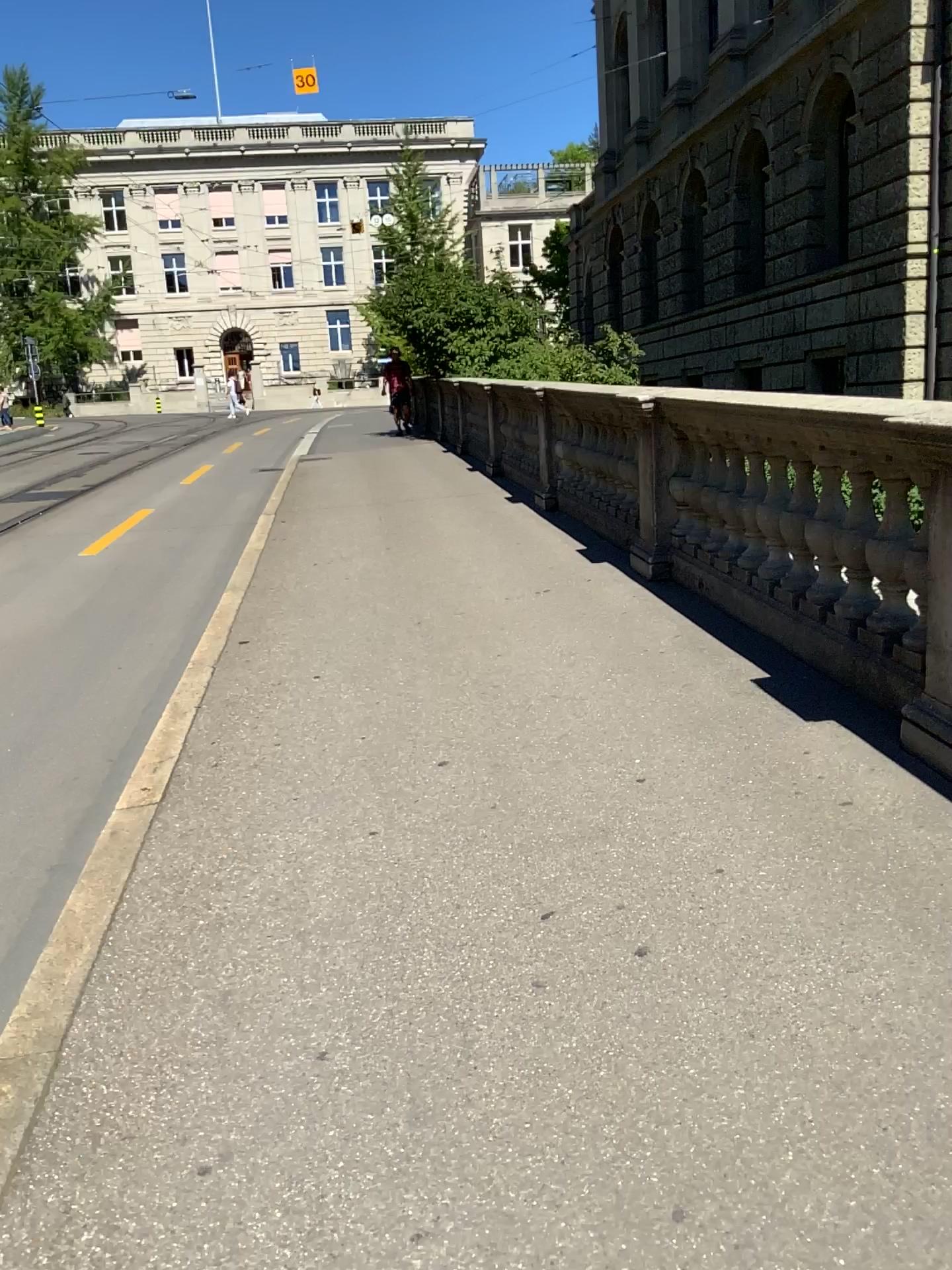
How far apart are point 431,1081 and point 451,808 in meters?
1.3 m
